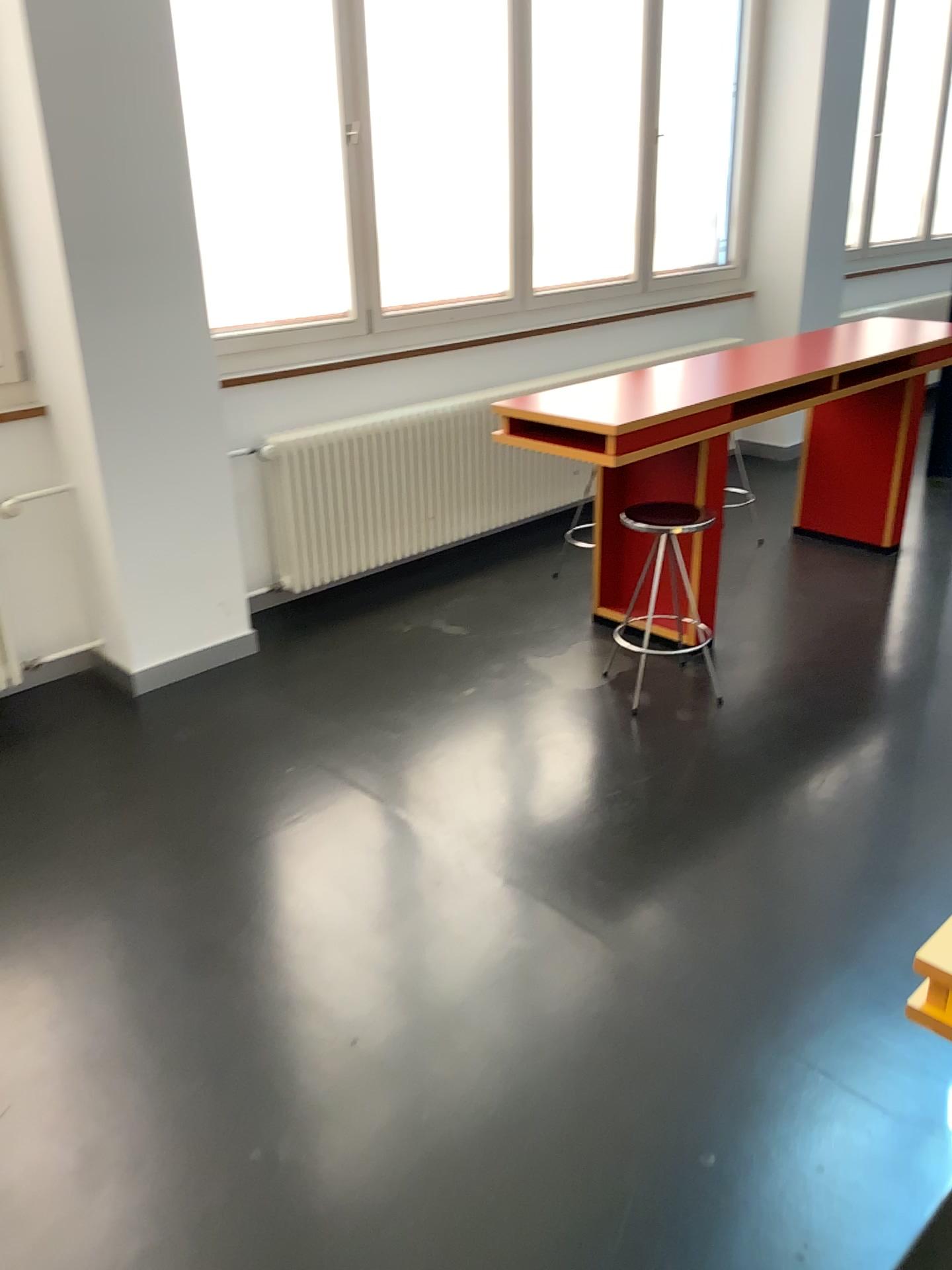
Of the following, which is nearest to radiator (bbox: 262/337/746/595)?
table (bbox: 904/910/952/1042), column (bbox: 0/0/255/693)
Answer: column (bbox: 0/0/255/693)

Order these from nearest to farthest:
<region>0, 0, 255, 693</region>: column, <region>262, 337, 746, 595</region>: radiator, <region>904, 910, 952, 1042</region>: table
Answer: <region>904, 910, 952, 1042</region>: table < <region>0, 0, 255, 693</region>: column < <region>262, 337, 746, 595</region>: radiator

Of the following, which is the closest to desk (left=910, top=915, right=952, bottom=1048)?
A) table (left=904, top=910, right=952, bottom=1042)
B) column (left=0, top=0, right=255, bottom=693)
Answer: table (left=904, top=910, right=952, bottom=1042)

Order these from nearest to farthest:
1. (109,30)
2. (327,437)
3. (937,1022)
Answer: (937,1022)
(109,30)
(327,437)

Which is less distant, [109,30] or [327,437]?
[109,30]

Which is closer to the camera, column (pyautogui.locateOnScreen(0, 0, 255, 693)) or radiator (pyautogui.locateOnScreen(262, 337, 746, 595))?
column (pyautogui.locateOnScreen(0, 0, 255, 693))

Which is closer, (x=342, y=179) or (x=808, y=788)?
(x=808, y=788)

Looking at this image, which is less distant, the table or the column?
the table

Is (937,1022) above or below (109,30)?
below

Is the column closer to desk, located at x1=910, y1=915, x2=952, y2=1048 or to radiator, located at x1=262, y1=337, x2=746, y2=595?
radiator, located at x1=262, y1=337, x2=746, y2=595
